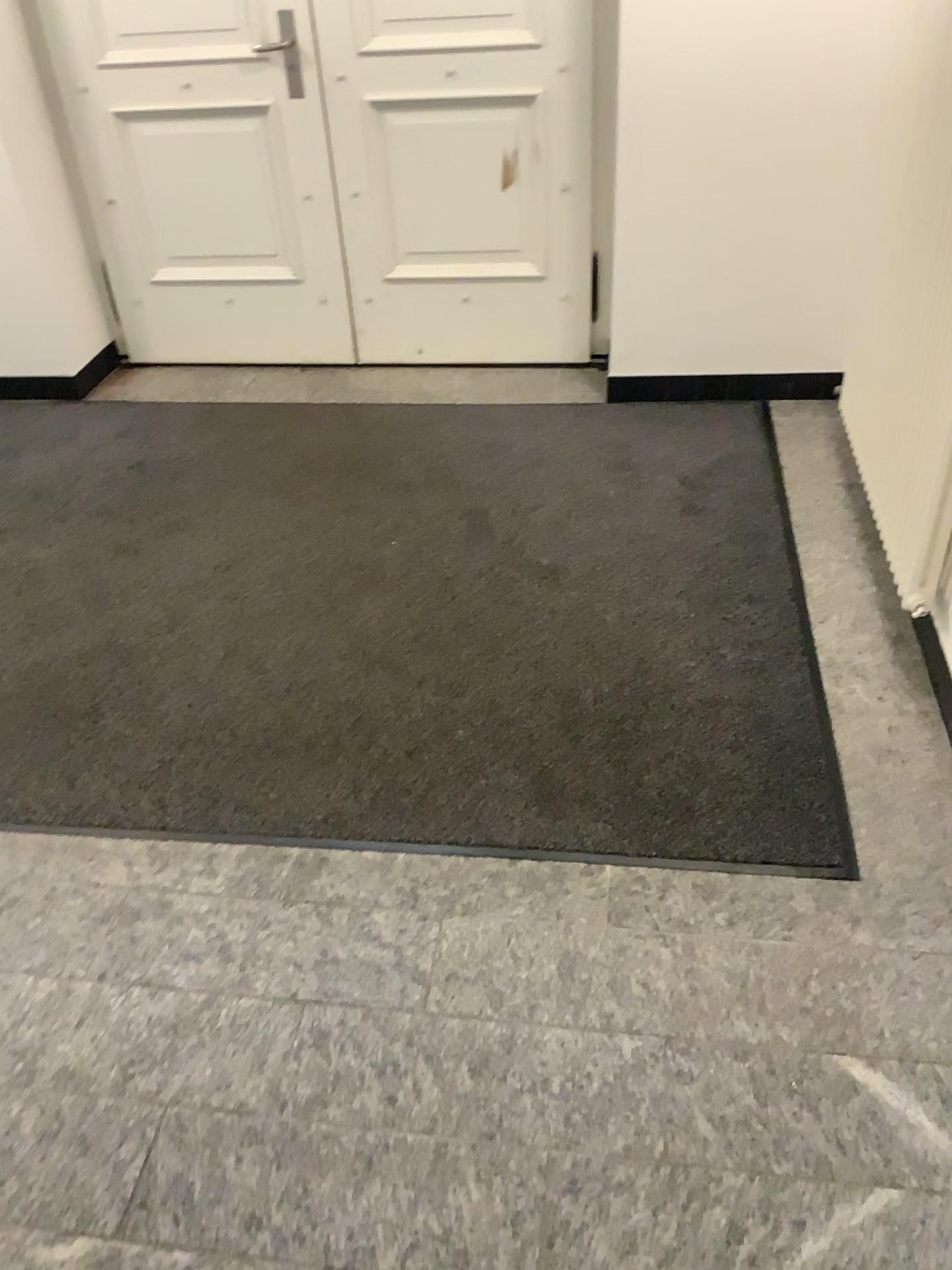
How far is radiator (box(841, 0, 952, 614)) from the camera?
2.3m

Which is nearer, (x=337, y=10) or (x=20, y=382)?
(x=337, y=10)

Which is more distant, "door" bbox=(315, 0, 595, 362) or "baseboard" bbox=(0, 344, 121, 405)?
"baseboard" bbox=(0, 344, 121, 405)

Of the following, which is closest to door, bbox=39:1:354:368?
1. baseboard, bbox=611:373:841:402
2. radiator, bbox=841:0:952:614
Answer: baseboard, bbox=611:373:841:402

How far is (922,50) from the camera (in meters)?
2.26

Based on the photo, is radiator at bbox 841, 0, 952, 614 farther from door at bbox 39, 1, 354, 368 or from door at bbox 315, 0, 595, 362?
door at bbox 39, 1, 354, 368

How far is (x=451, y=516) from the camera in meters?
3.0

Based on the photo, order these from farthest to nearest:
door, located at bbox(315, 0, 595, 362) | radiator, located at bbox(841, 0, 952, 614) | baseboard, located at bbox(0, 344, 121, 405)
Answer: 1. baseboard, located at bbox(0, 344, 121, 405)
2. door, located at bbox(315, 0, 595, 362)
3. radiator, located at bbox(841, 0, 952, 614)

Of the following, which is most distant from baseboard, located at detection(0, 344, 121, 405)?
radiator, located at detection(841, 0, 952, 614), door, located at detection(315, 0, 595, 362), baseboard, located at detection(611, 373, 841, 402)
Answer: radiator, located at detection(841, 0, 952, 614)

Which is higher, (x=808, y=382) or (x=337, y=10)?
(x=337, y=10)
